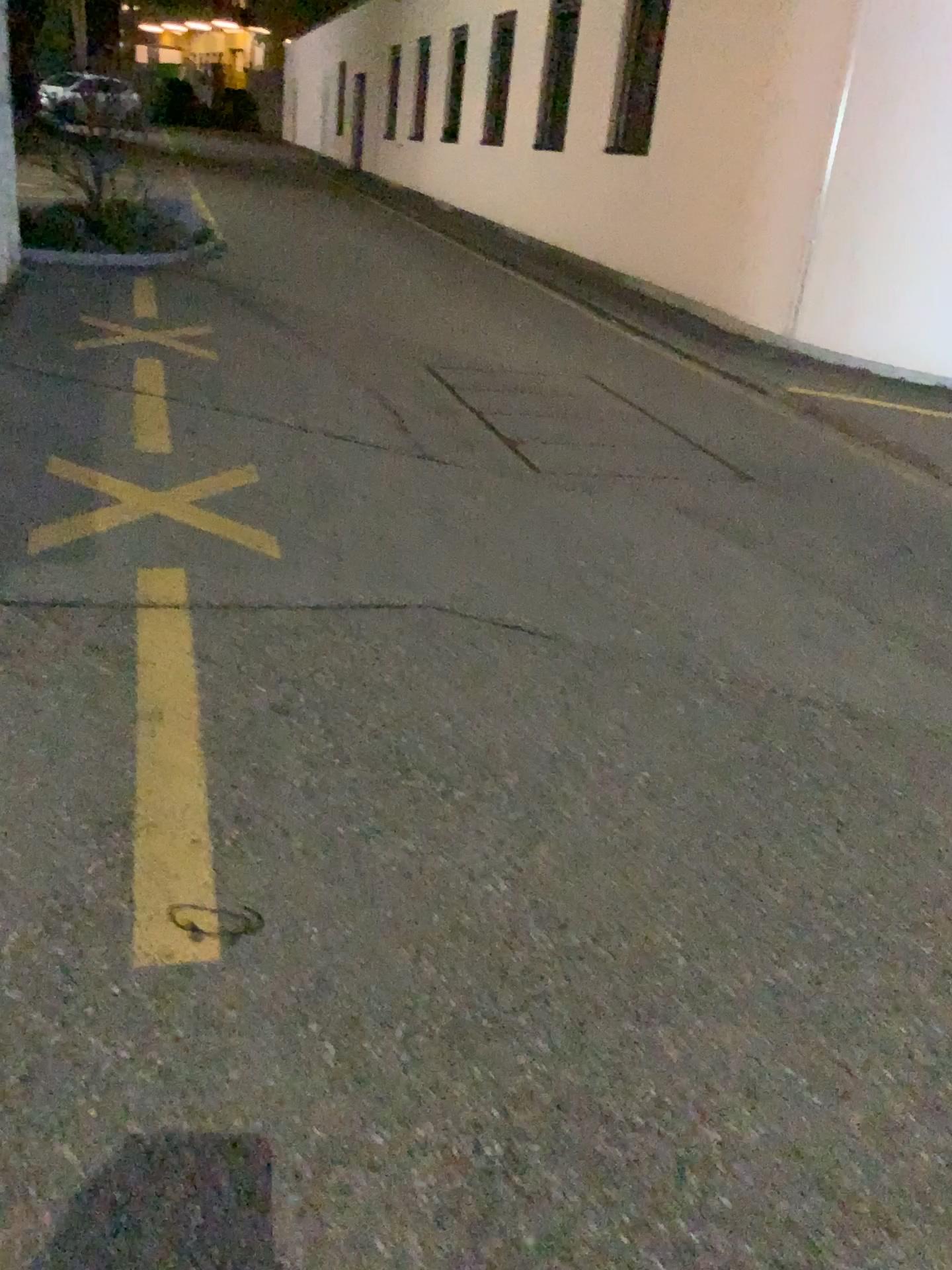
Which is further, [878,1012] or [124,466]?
[124,466]

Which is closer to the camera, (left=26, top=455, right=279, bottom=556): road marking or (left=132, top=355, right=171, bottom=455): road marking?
(left=26, top=455, right=279, bottom=556): road marking

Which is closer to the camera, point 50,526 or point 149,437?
point 50,526
